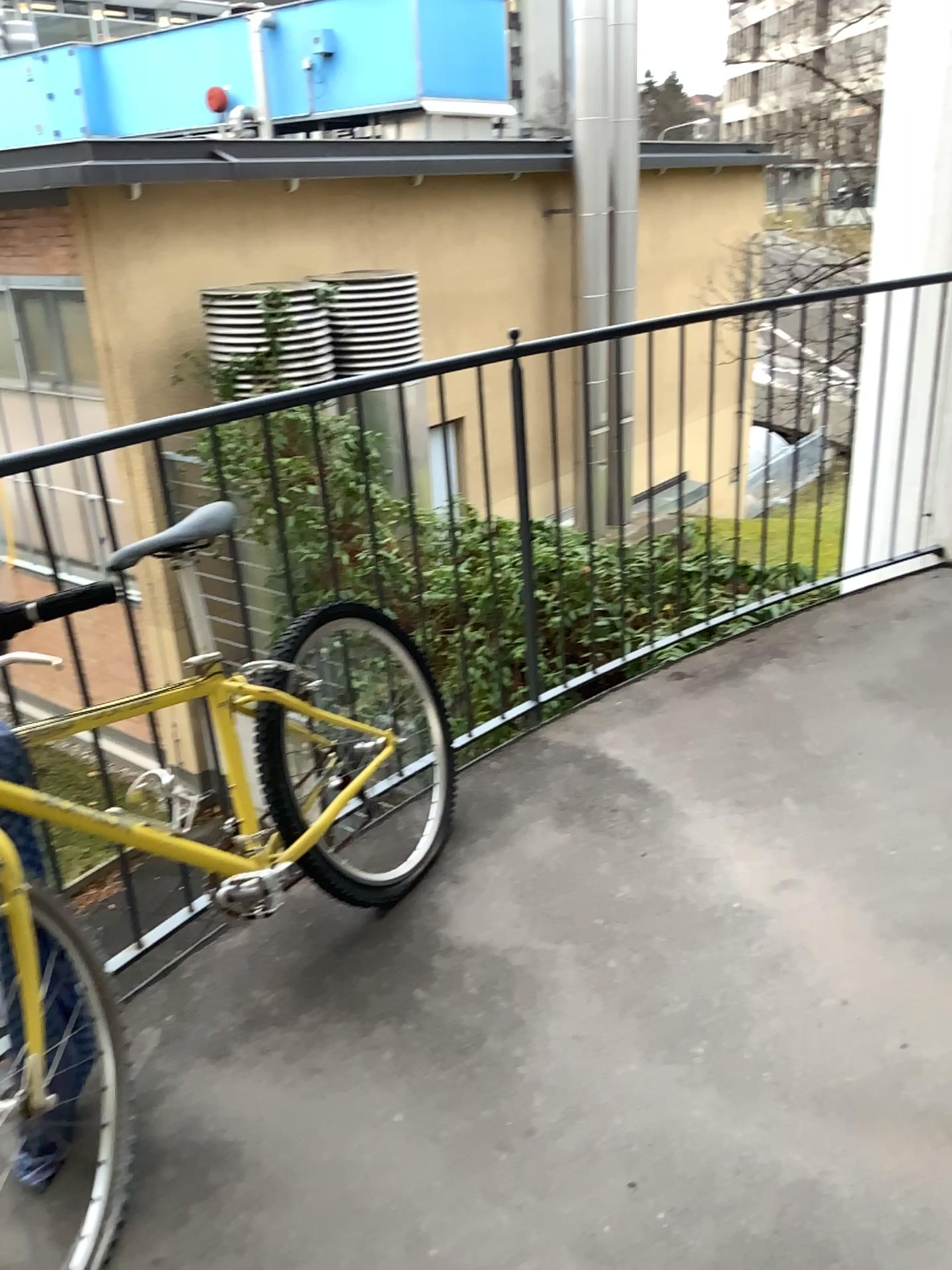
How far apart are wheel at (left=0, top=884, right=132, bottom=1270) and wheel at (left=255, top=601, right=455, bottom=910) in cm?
45

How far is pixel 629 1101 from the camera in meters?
1.7

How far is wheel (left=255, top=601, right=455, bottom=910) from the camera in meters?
2.1 m

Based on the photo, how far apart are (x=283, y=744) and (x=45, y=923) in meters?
0.7

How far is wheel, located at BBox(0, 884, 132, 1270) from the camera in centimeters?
149cm

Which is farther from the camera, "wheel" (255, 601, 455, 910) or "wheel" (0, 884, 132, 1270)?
"wheel" (255, 601, 455, 910)

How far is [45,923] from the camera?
1.49m

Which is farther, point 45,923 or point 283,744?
point 283,744
